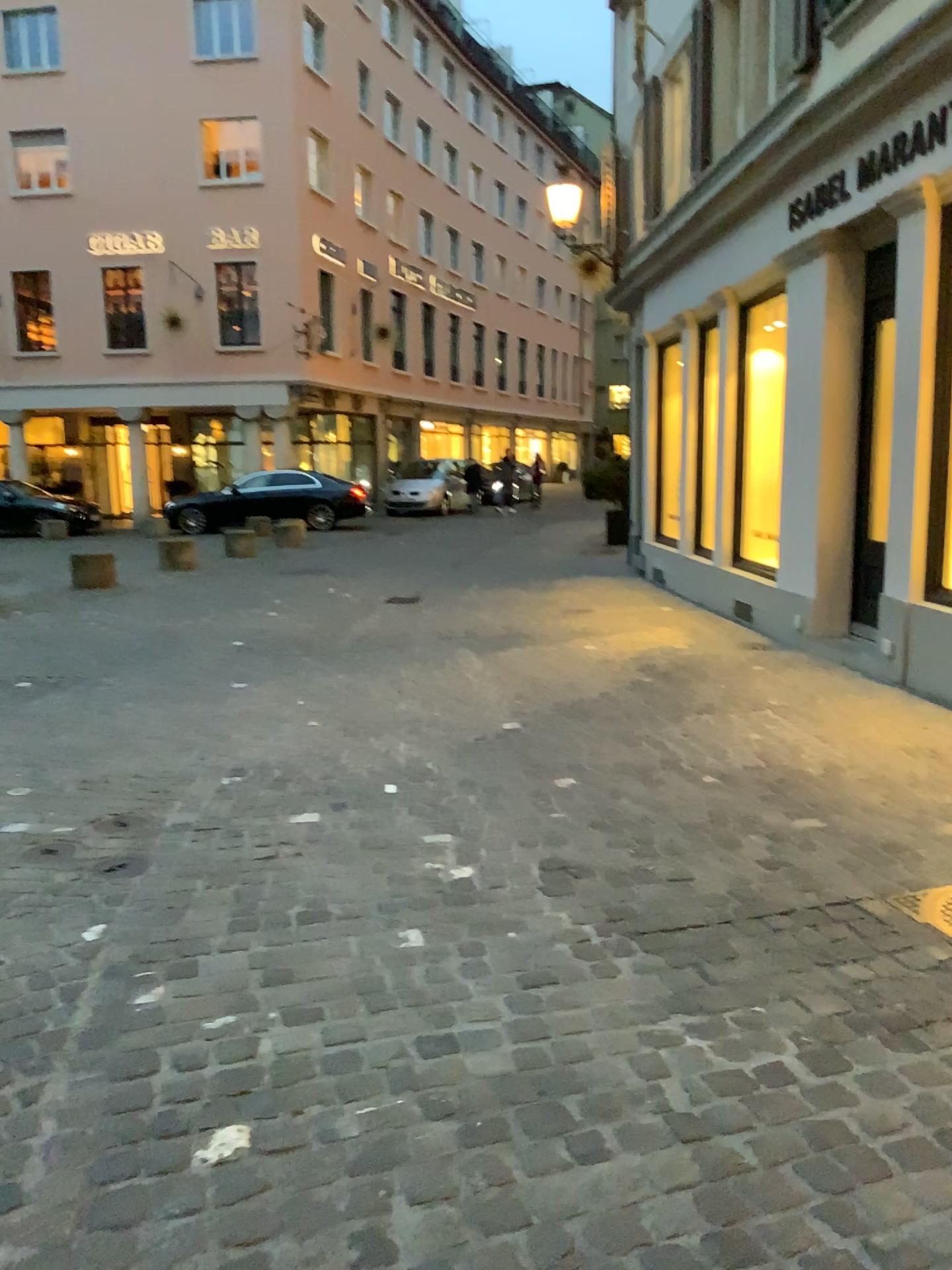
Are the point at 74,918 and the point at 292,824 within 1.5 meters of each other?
yes
